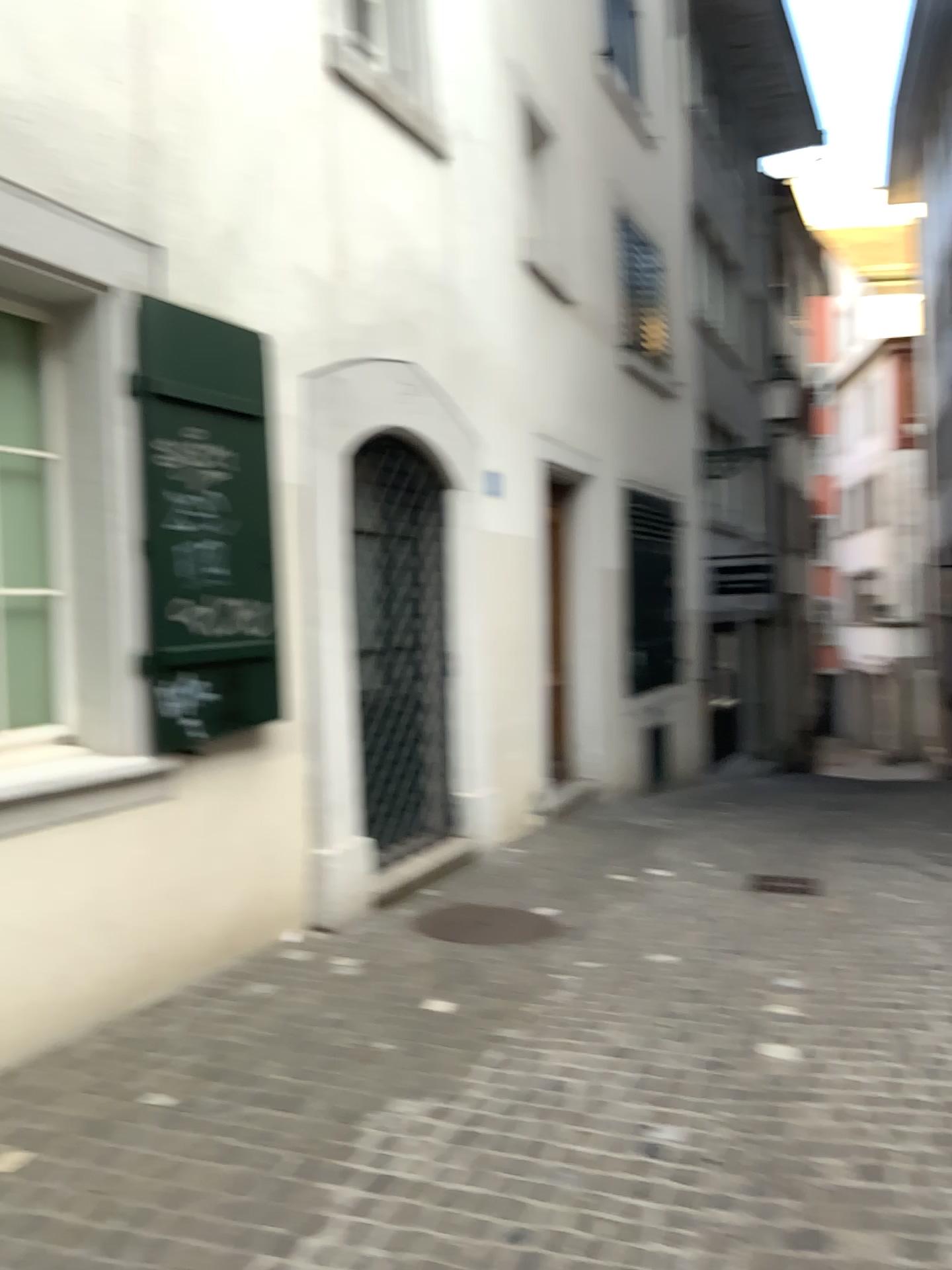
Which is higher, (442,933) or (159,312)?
(159,312)

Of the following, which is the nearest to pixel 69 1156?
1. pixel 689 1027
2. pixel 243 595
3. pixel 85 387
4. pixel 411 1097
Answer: pixel 411 1097

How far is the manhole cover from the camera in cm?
479

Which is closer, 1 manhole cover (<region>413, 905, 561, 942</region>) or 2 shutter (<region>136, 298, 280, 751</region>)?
2 shutter (<region>136, 298, 280, 751</region>)

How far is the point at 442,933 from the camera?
4.8m

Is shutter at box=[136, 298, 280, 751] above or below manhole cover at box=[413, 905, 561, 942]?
above

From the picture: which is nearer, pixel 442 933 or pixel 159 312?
pixel 159 312
